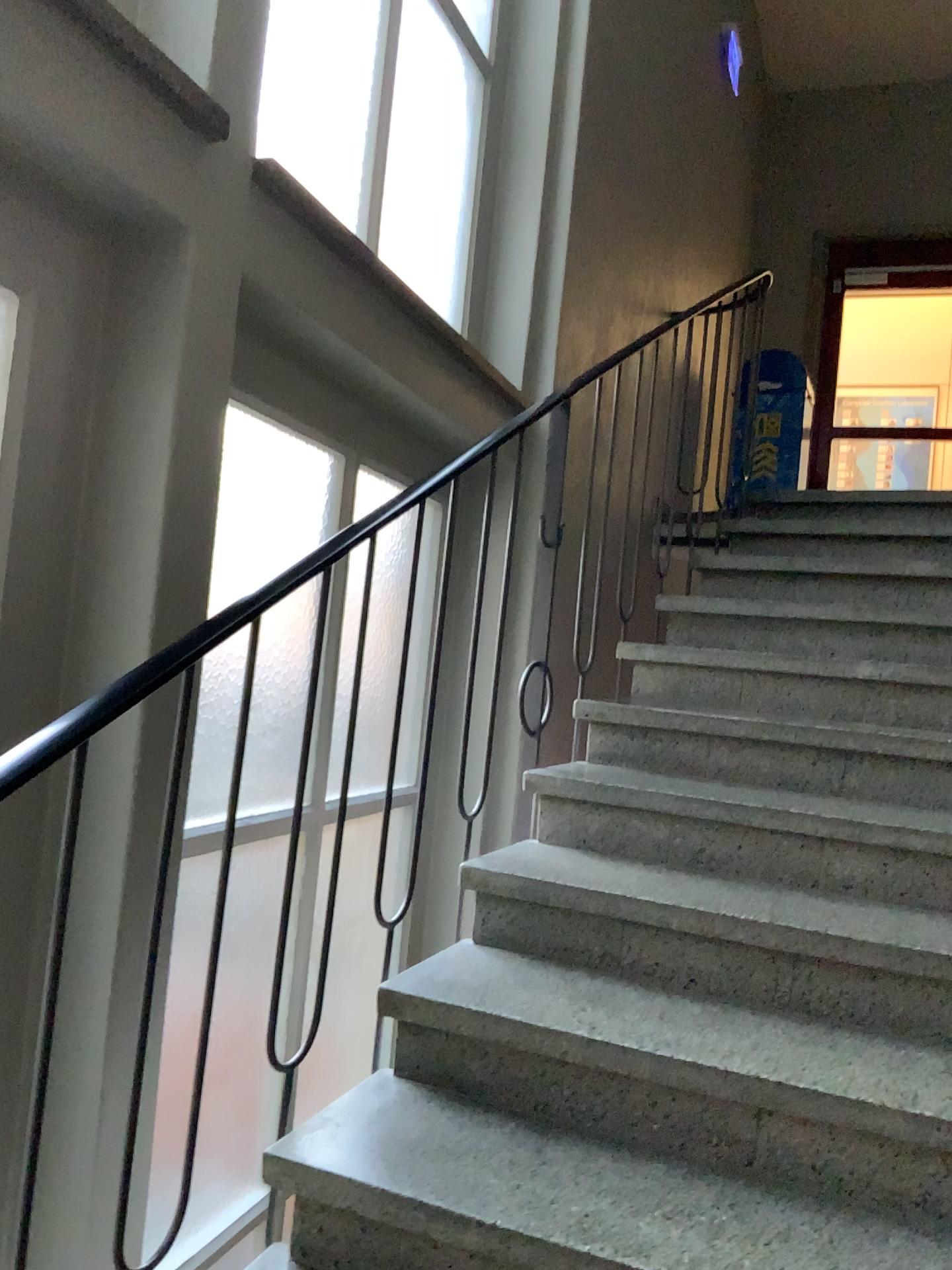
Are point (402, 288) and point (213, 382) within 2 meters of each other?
yes
